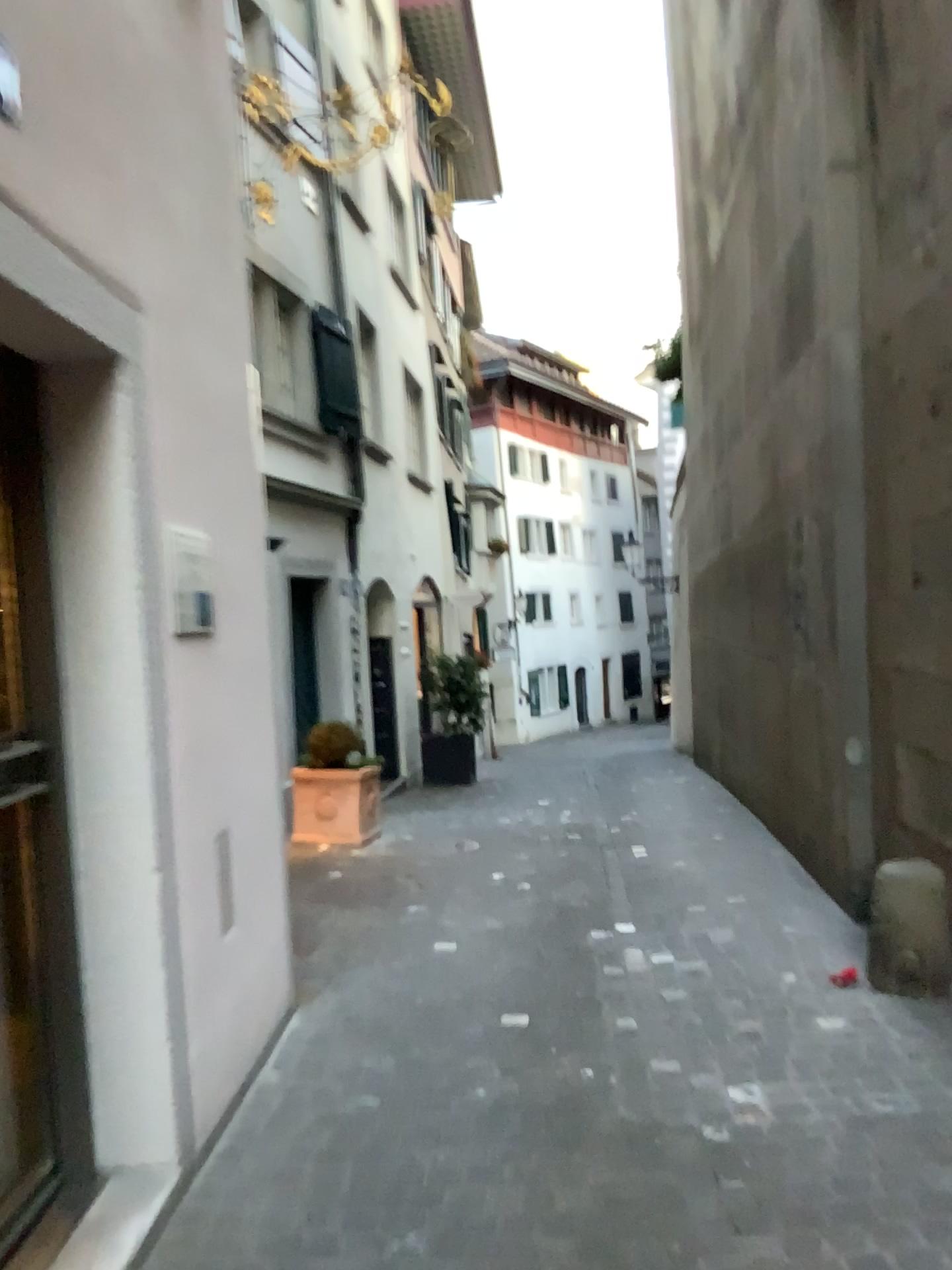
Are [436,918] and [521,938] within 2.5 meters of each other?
yes
